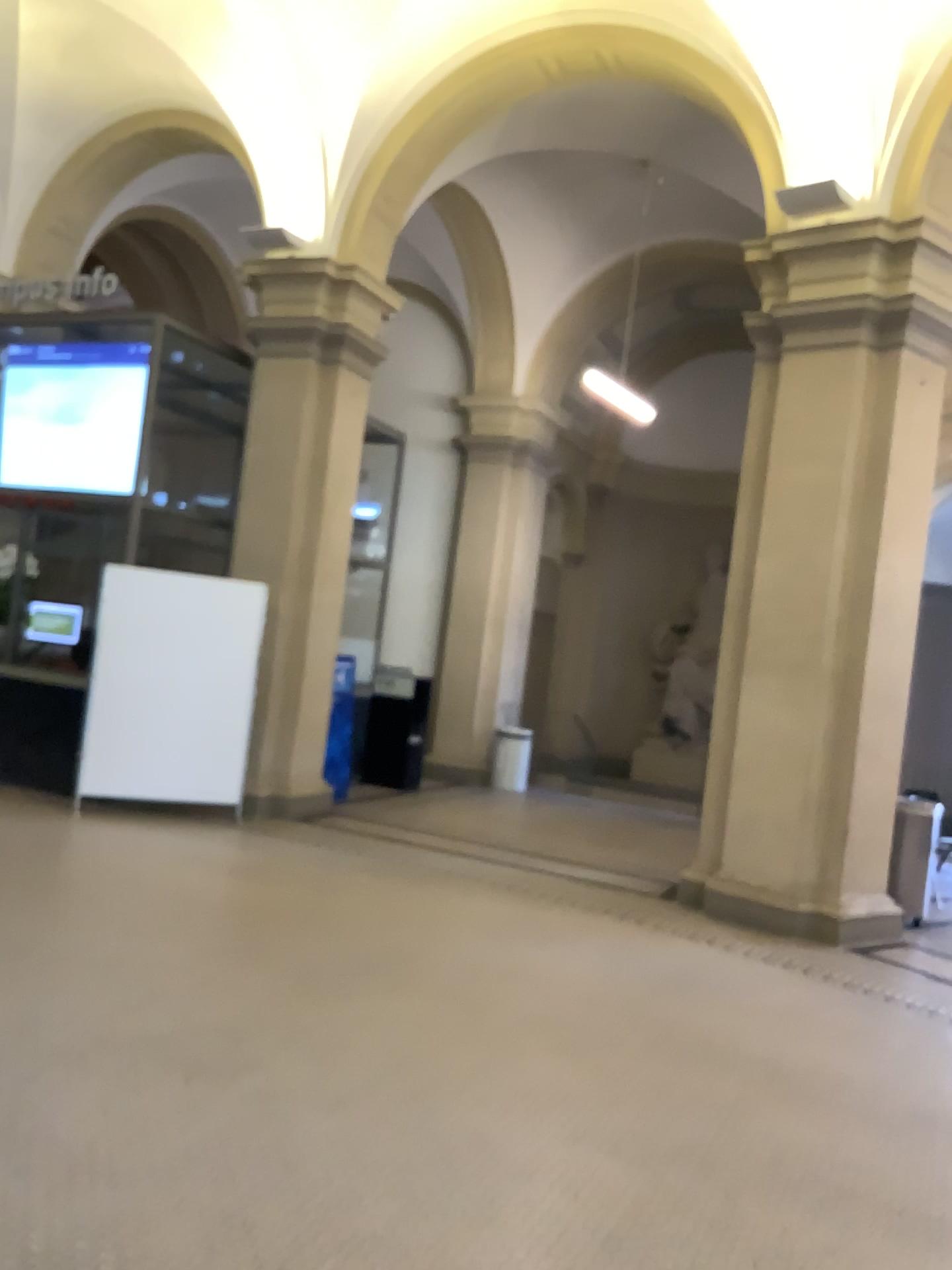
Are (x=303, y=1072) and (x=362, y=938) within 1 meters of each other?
no
